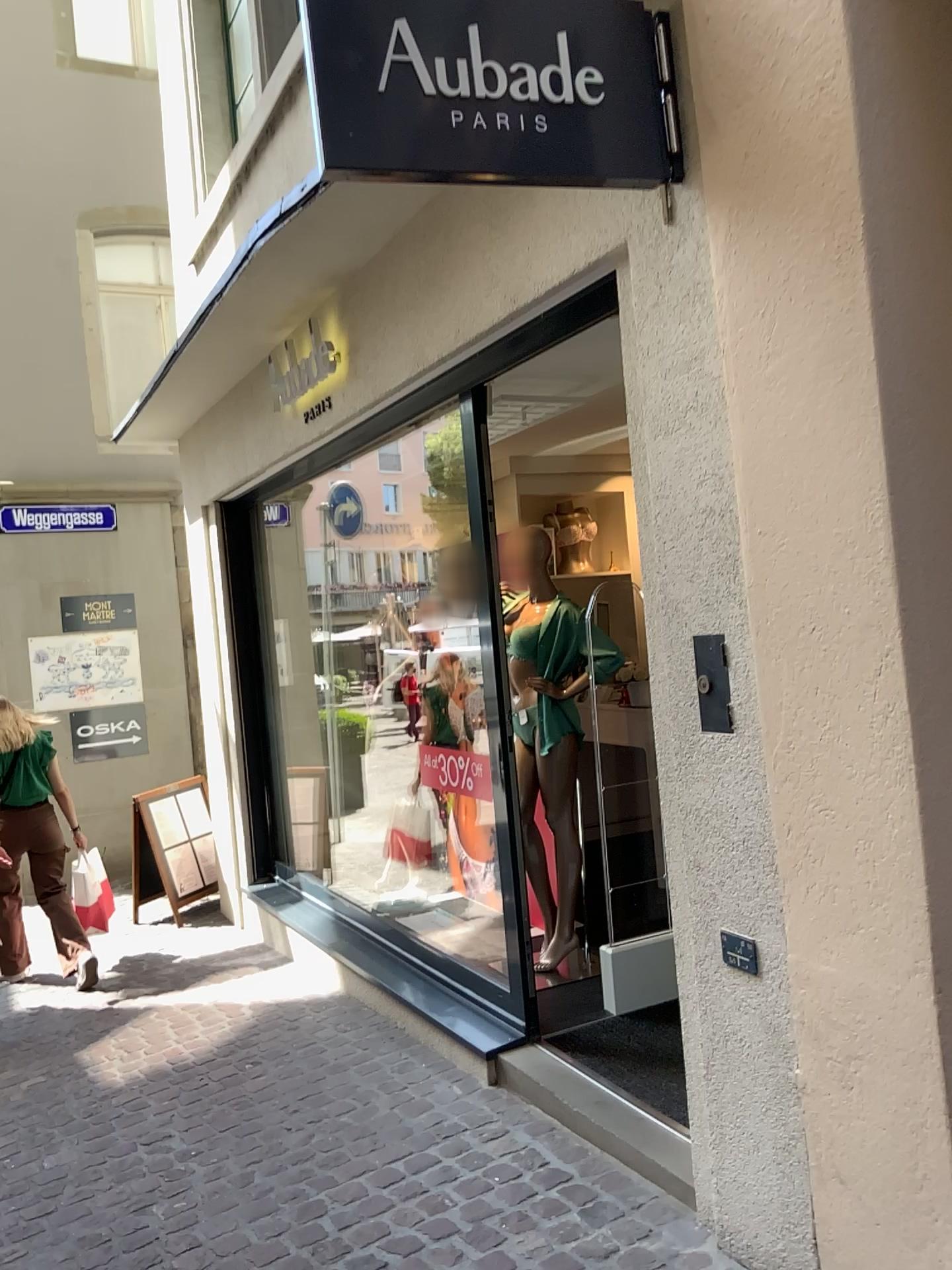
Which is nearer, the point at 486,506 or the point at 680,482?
the point at 680,482

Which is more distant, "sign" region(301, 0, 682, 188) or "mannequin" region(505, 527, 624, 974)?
"mannequin" region(505, 527, 624, 974)

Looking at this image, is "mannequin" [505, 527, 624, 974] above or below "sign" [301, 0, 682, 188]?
below

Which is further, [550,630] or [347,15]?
[550,630]

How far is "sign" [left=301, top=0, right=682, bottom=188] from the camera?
1.96m

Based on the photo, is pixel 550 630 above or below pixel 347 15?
below

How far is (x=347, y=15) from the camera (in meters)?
1.96
